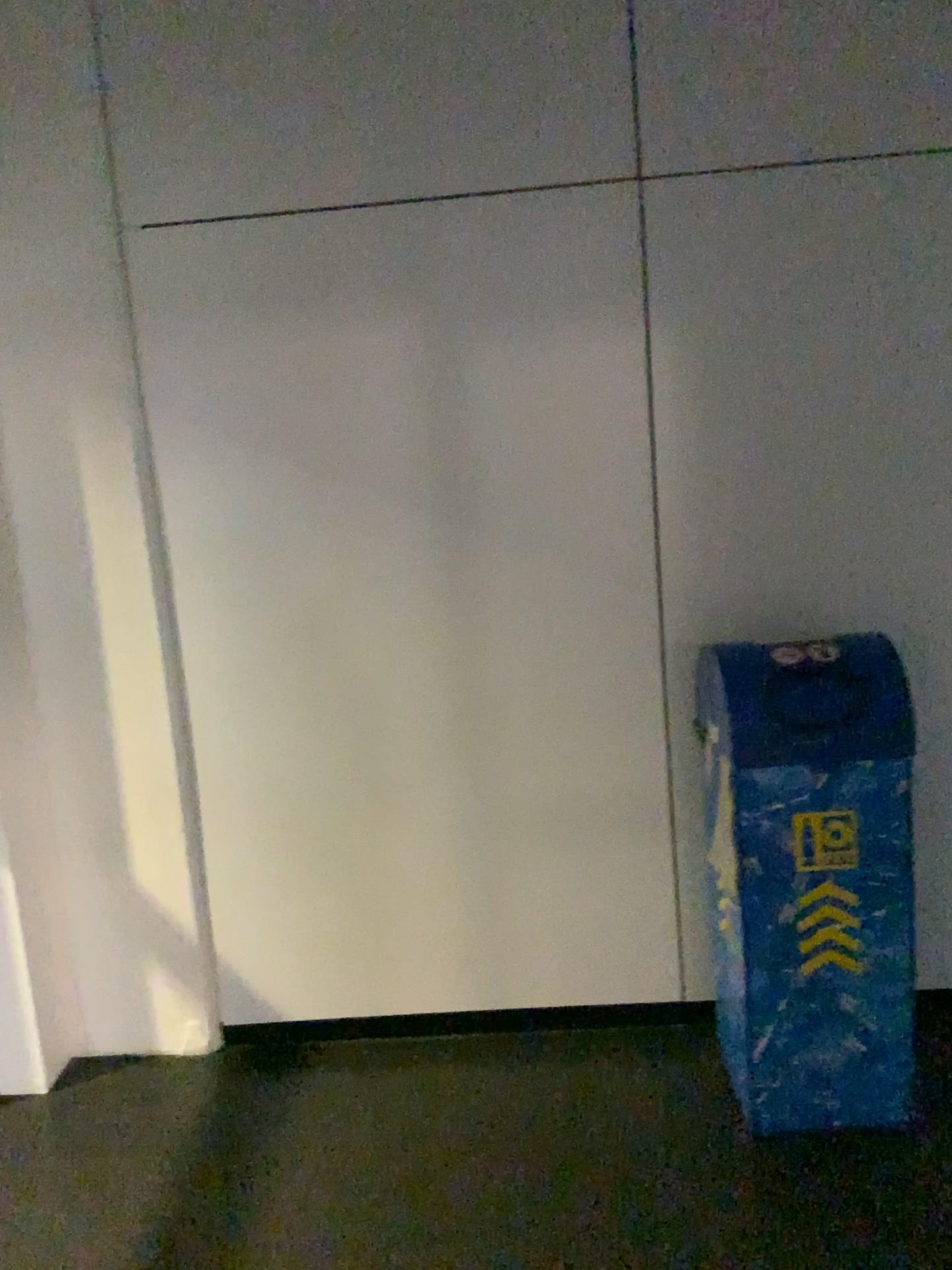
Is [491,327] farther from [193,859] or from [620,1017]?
[620,1017]

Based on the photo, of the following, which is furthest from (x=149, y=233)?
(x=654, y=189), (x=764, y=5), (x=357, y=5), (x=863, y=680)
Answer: (x=863, y=680)

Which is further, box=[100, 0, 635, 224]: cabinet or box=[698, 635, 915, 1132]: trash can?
box=[100, 0, 635, 224]: cabinet

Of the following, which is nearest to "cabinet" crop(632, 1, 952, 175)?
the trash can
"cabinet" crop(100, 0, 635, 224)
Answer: "cabinet" crop(100, 0, 635, 224)

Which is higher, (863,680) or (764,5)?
(764,5)

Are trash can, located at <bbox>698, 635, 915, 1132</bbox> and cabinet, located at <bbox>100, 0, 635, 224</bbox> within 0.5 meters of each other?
no

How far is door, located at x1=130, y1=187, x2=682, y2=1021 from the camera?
2.55m

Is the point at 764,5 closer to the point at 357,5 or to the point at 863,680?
the point at 357,5

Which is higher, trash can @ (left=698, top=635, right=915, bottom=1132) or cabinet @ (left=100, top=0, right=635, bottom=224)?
cabinet @ (left=100, top=0, right=635, bottom=224)

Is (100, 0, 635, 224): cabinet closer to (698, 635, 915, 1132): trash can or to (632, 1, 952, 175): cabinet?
(632, 1, 952, 175): cabinet
